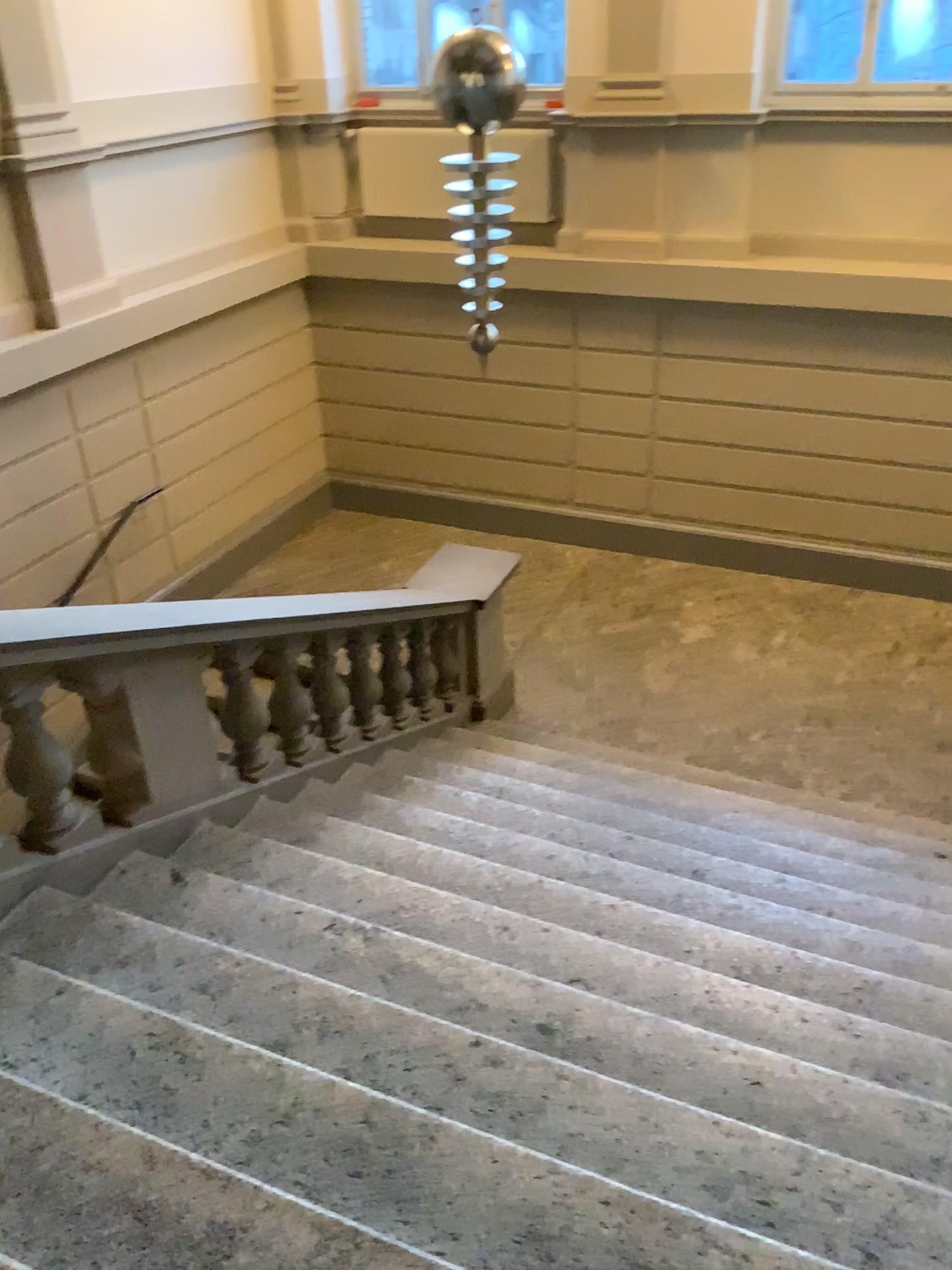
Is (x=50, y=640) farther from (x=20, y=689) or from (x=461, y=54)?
(x=461, y=54)

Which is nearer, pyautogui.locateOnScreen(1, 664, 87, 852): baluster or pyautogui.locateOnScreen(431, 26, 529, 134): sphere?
pyautogui.locateOnScreen(1, 664, 87, 852): baluster

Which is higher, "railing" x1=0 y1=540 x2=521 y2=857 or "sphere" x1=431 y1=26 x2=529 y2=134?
"sphere" x1=431 y1=26 x2=529 y2=134

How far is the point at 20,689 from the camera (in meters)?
2.94

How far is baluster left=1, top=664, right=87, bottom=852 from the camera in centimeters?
294cm

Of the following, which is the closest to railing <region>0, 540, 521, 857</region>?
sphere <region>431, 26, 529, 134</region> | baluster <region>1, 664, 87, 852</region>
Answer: baluster <region>1, 664, 87, 852</region>

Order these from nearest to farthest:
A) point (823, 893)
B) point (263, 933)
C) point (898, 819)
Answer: point (263, 933) < point (823, 893) < point (898, 819)

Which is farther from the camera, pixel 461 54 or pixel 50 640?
pixel 461 54

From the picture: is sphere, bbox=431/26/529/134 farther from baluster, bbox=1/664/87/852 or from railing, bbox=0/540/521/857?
baluster, bbox=1/664/87/852
